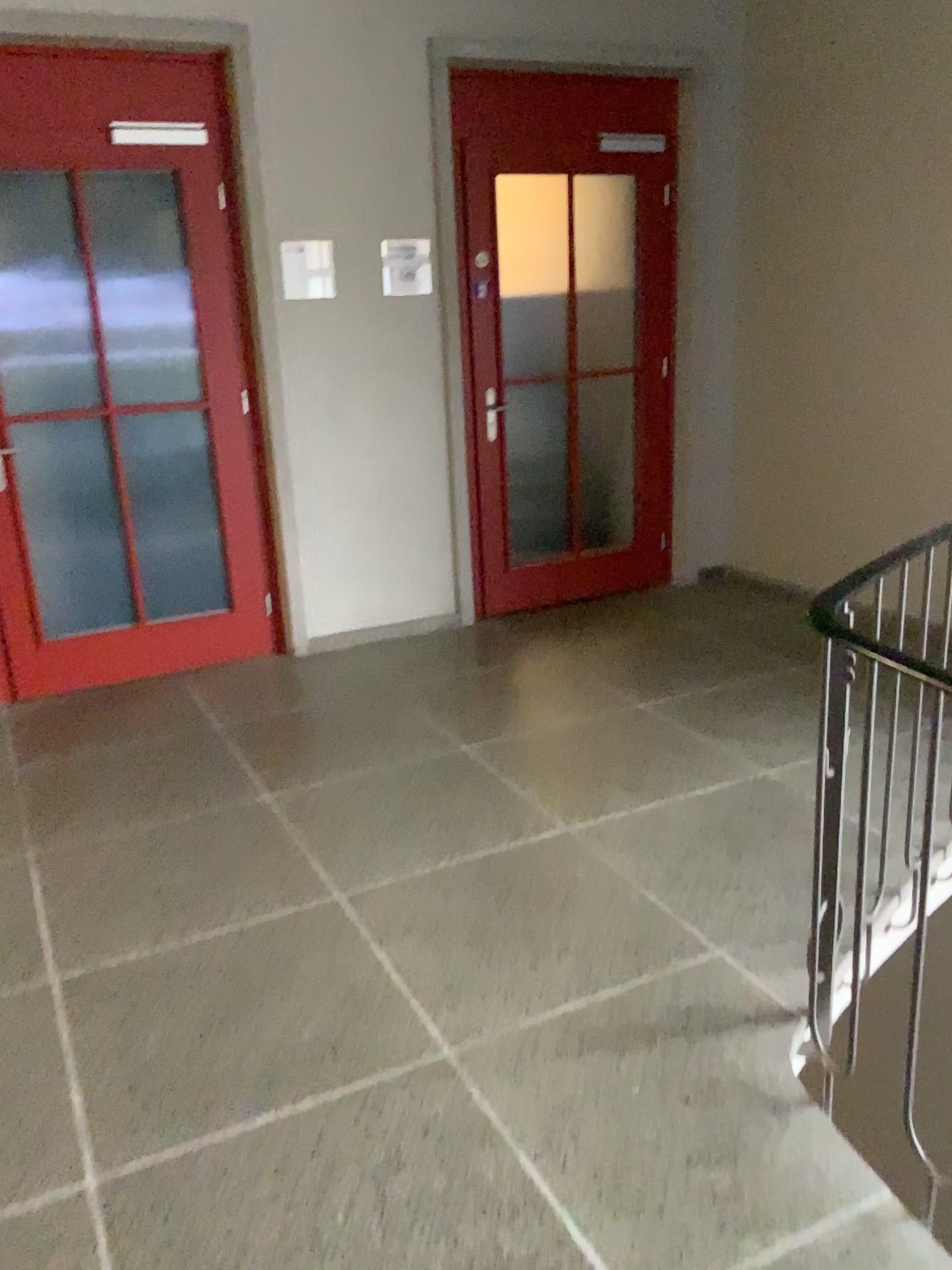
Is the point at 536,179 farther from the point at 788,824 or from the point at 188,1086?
the point at 188,1086

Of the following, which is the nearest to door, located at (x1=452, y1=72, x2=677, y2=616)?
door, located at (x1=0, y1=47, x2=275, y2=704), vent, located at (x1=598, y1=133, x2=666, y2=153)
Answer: vent, located at (x1=598, y1=133, x2=666, y2=153)

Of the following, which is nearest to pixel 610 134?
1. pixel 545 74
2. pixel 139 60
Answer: pixel 545 74

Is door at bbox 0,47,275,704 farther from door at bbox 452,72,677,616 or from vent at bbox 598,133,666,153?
vent at bbox 598,133,666,153

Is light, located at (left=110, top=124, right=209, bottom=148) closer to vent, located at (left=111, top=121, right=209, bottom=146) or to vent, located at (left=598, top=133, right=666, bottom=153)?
vent, located at (left=111, top=121, right=209, bottom=146)

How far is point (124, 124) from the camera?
3.9 meters

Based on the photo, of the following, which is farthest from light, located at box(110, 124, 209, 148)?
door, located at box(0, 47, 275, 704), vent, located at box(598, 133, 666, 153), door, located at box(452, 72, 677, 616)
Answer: vent, located at box(598, 133, 666, 153)

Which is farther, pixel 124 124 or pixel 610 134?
pixel 610 134

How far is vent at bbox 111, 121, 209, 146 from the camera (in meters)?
3.90

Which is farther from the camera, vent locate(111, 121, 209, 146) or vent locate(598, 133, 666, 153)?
vent locate(598, 133, 666, 153)
